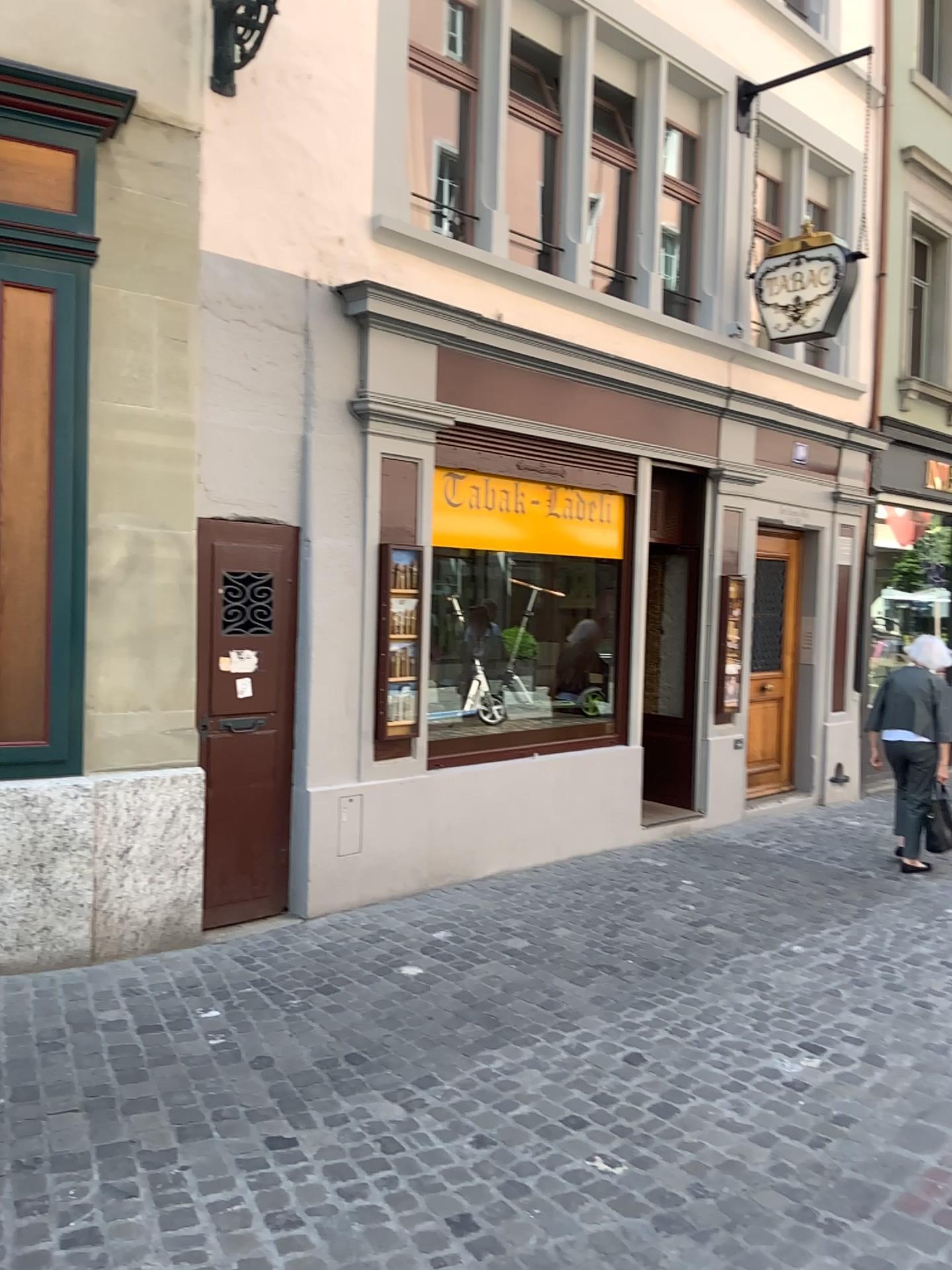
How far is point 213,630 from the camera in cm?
483

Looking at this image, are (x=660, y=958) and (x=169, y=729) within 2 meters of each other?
no

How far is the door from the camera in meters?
4.8 m
